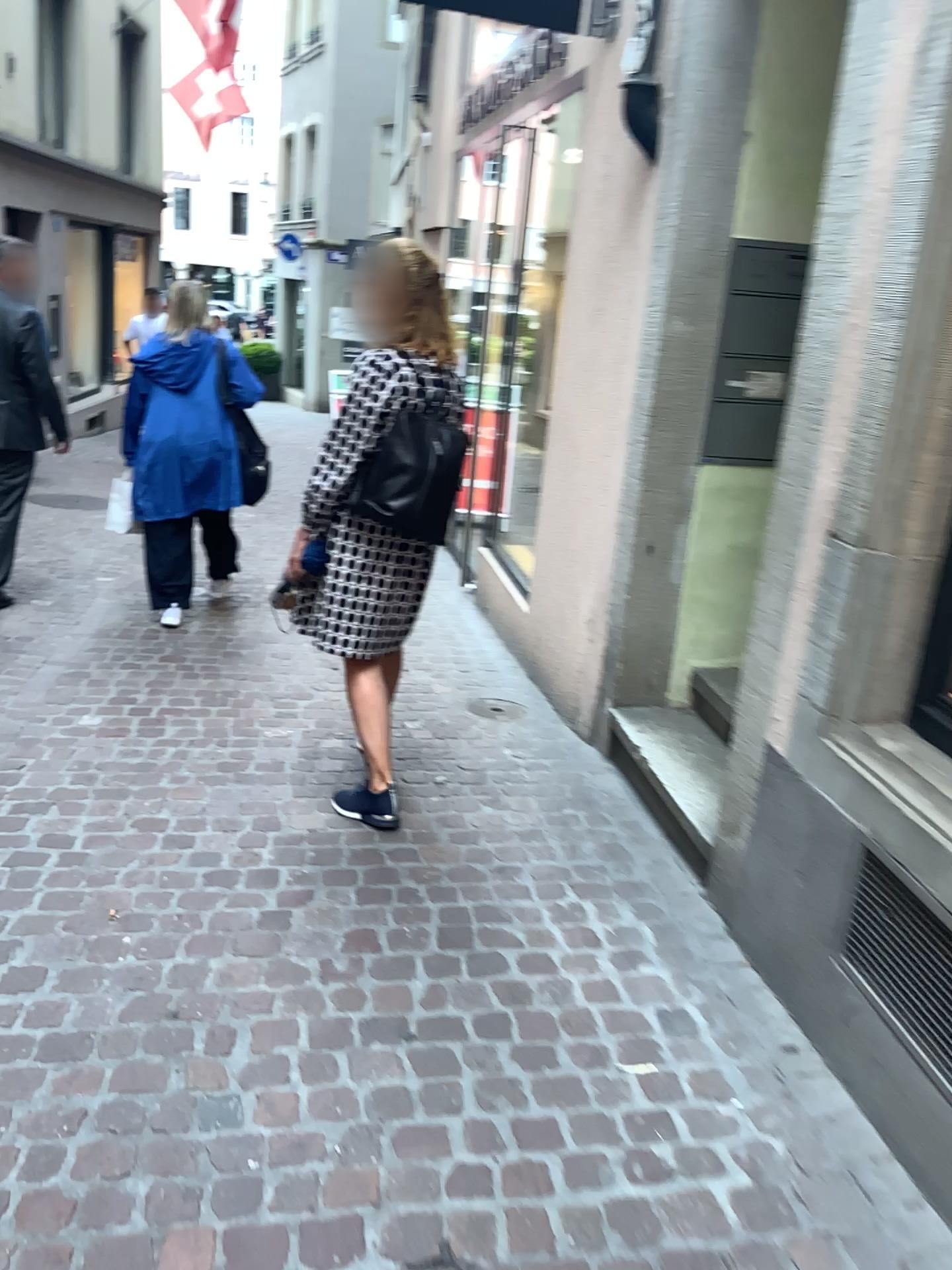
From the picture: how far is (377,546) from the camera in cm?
292

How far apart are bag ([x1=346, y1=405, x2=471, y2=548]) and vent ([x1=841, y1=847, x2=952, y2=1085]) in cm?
139

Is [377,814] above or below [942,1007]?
below

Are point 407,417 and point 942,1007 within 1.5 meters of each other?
no

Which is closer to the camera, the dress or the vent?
the vent

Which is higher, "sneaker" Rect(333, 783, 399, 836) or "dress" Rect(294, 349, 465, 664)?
"dress" Rect(294, 349, 465, 664)

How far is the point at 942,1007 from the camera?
1.9m

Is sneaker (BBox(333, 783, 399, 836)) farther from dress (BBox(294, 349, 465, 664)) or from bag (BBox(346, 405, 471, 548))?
bag (BBox(346, 405, 471, 548))

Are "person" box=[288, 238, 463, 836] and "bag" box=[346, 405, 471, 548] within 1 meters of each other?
yes

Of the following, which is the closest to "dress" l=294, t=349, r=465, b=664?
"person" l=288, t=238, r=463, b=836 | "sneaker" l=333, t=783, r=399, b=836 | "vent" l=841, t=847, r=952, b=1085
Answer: "person" l=288, t=238, r=463, b=836
